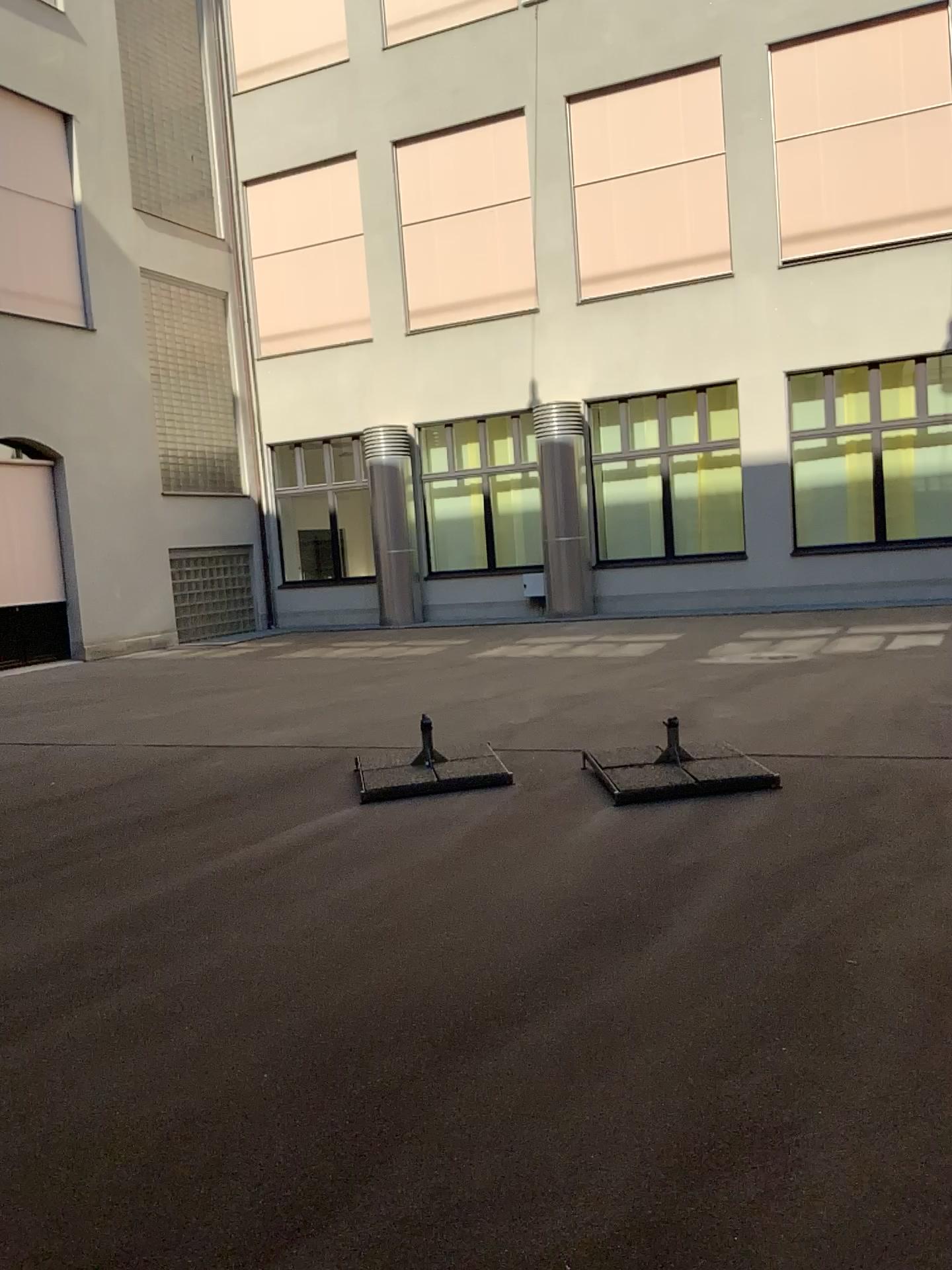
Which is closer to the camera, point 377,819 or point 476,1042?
point 476,1042
